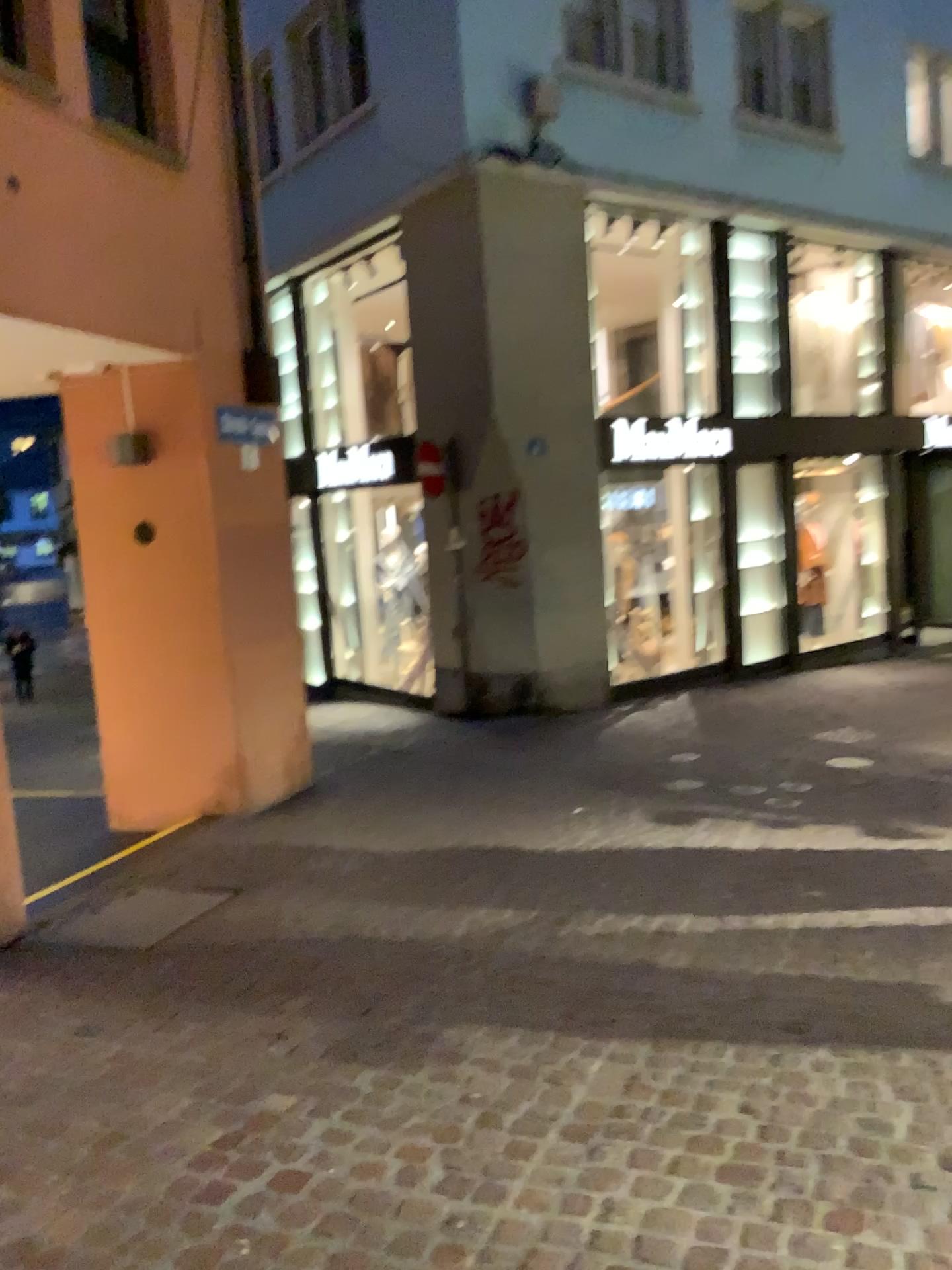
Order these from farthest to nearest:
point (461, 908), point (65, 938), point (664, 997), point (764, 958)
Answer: point (461, 908)
point (65, 938)
point (764, 958)
point (664, 997)
